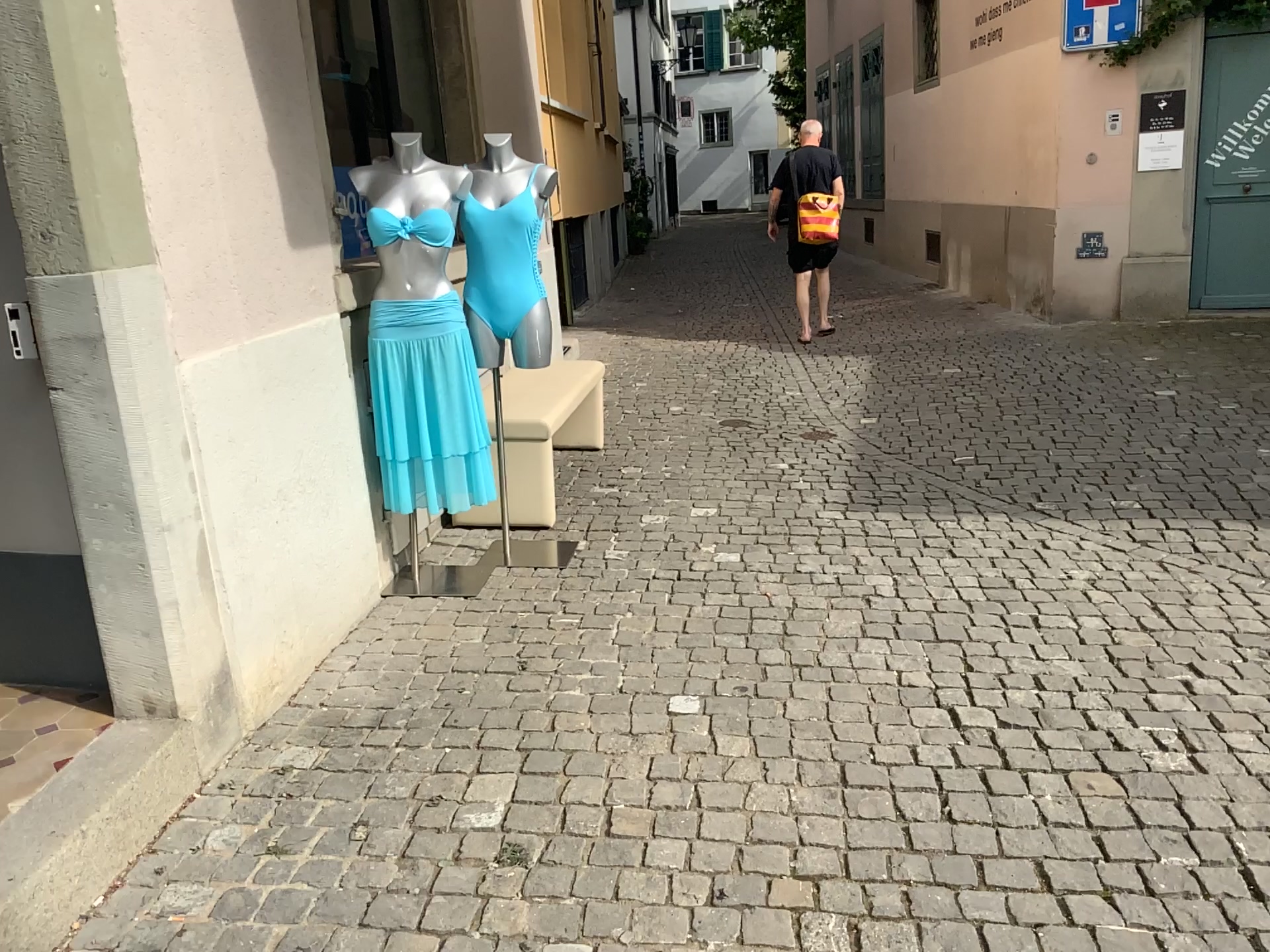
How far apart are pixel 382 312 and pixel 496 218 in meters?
0.5

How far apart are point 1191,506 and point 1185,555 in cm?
69

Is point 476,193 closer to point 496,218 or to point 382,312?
point 496,218

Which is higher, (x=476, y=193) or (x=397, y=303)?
(x=476, y=193)

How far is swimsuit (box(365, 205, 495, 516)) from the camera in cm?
353

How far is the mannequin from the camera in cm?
369

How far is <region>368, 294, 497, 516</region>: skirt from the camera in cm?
355

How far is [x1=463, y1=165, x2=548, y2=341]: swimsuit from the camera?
3.69m
